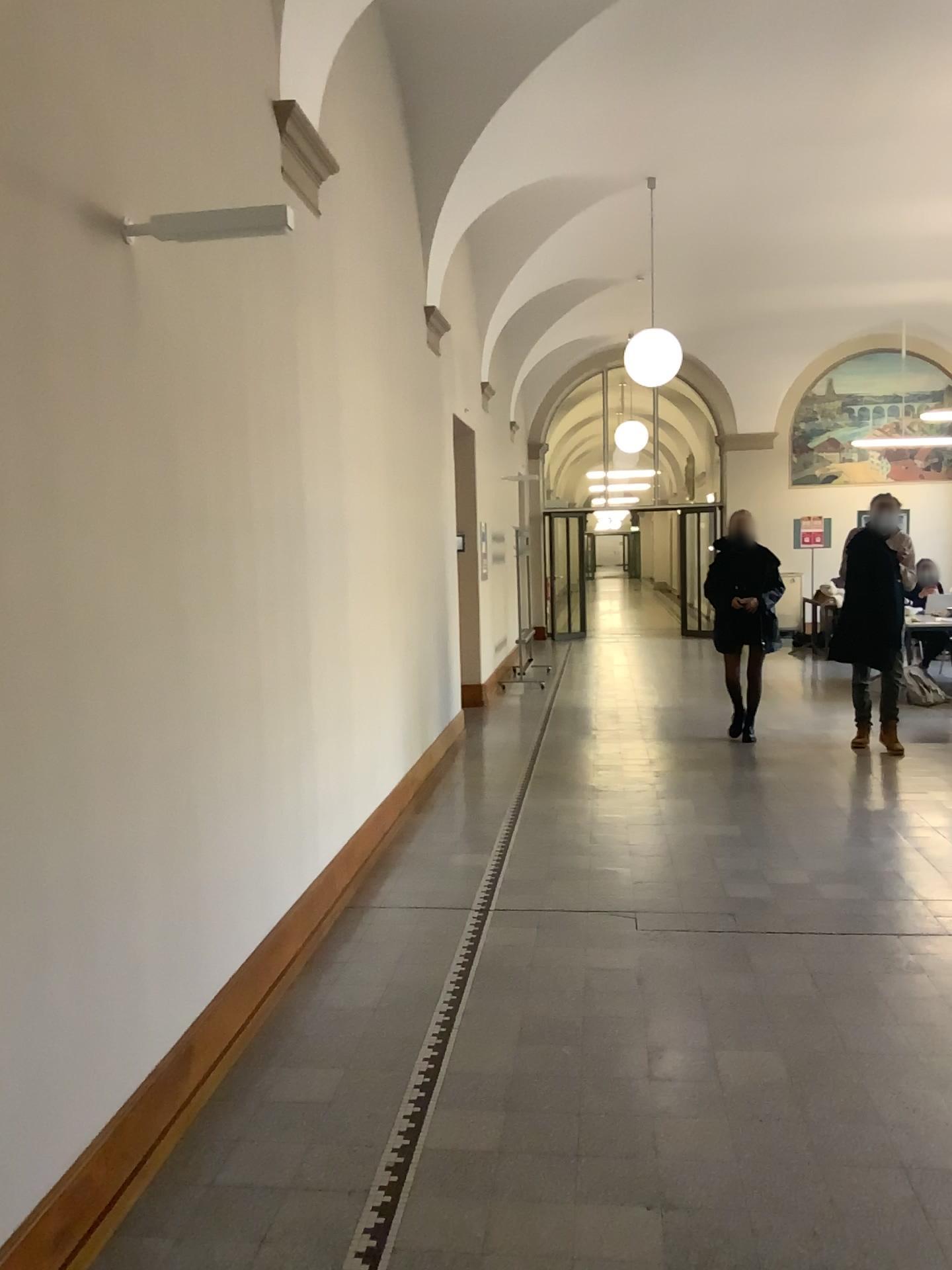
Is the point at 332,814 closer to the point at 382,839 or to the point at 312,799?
the point at 312,799
